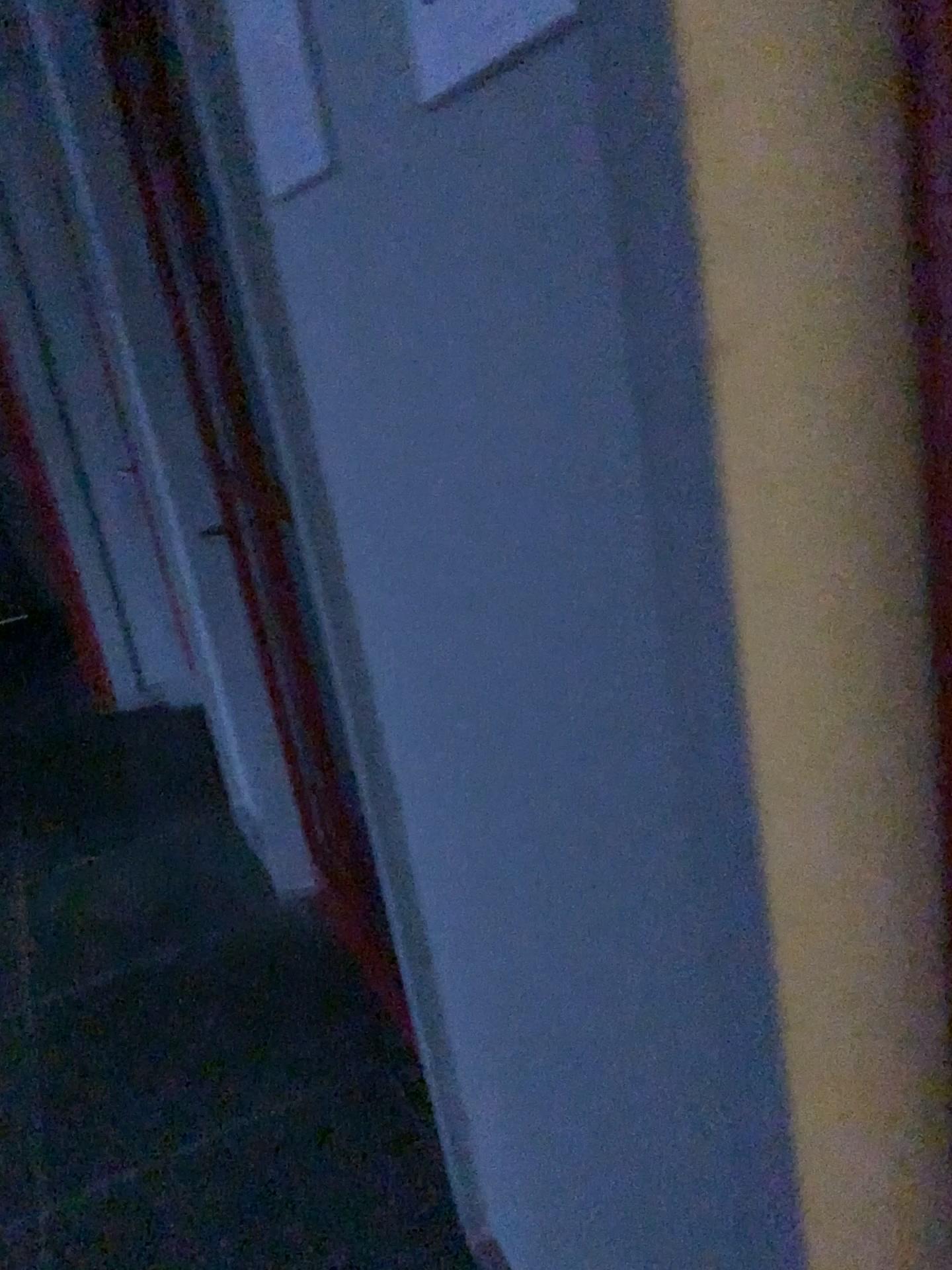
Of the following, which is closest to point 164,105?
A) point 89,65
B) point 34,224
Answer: point 89,65

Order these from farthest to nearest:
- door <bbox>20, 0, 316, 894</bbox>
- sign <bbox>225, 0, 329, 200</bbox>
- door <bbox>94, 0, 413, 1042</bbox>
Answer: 1. door <bbox>20, 0, 316, 894</bbox>
2. door <bbox>94, 0, 413, 1042</bbox>
3. sign <bbox>225, 0, 329, 200</bbox>

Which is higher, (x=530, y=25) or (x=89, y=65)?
(x=89, y=65)

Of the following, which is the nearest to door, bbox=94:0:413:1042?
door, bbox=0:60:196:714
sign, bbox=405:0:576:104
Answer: sign, bbox=405:0:576:104

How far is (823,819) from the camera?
0.53m

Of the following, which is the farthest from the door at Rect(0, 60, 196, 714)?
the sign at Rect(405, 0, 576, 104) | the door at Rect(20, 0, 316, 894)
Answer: the sign at Rect(405, 0, 576, 104)

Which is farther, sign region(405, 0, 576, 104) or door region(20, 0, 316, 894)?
door region(20, 0, 316, 894)

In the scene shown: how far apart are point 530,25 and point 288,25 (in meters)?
0.46

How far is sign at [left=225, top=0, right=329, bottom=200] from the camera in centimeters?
94cm

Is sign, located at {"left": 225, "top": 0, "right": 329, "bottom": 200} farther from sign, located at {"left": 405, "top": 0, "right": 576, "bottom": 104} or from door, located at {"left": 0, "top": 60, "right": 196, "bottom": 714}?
door, located at {"left": 0, "top": 60, "right": 196, "bottom": 714}
